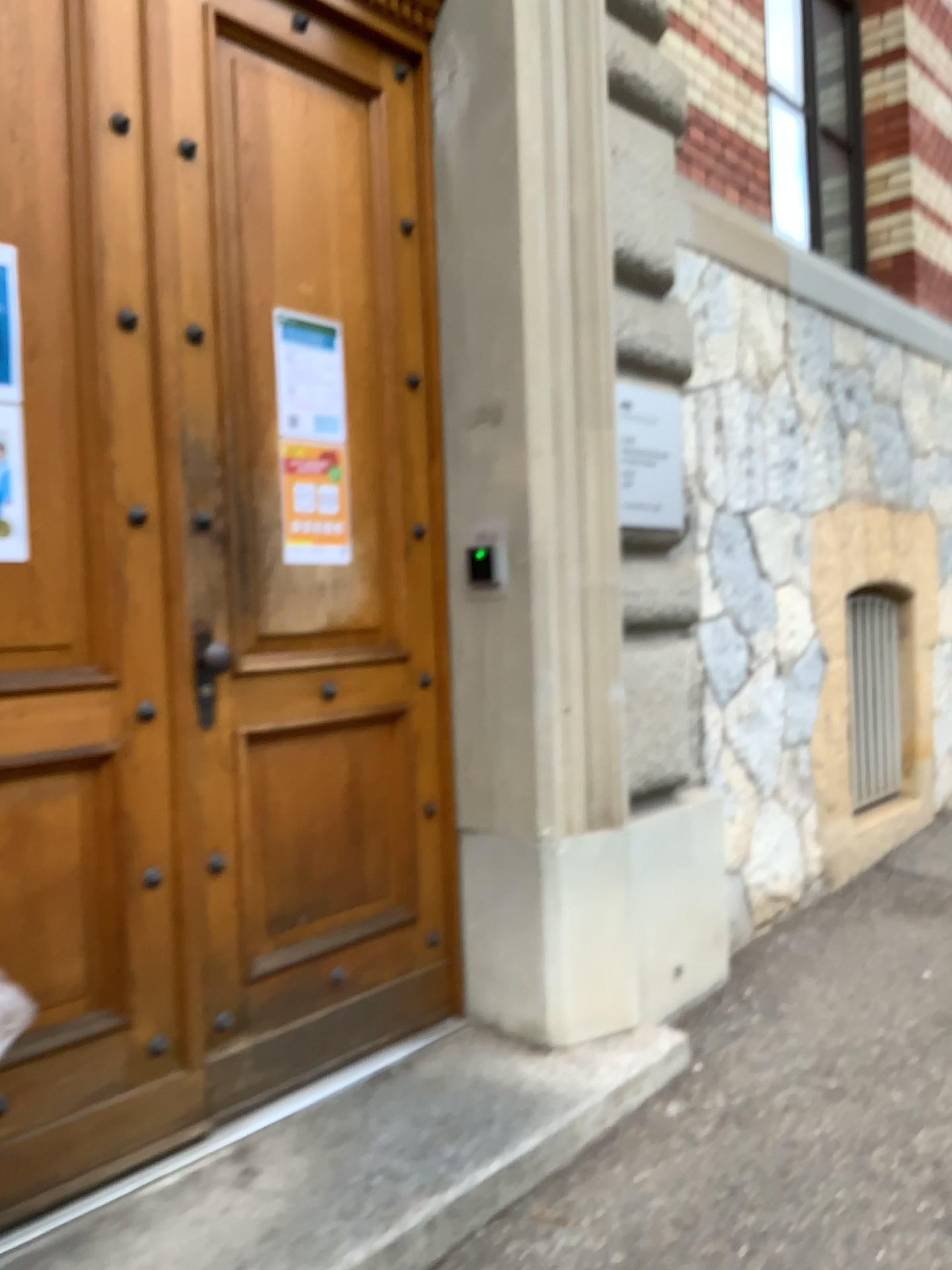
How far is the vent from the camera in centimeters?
491cm

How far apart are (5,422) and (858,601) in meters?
3.9 m

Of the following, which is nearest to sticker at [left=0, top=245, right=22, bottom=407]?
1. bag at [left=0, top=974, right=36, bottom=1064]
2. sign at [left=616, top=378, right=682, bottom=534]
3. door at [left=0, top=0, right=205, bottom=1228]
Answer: door at [left=0, top=0, right=205, bottom=1228]

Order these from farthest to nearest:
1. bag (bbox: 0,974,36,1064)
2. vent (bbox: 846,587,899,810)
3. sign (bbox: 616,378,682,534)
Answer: vent (bbox: 846,587,899,810) → sign (bbox: 616,378,682,534) → bag (bbox: 0,974,36,1064)

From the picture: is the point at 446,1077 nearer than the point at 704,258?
Yes

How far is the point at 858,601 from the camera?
4.9m

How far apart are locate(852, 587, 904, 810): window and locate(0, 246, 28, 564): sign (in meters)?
3.88

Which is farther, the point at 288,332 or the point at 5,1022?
the point at 288,332

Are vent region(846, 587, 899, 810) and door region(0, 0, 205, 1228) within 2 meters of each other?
no

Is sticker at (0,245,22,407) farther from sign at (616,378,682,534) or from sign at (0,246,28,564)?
sign at (616,378,682,534)
